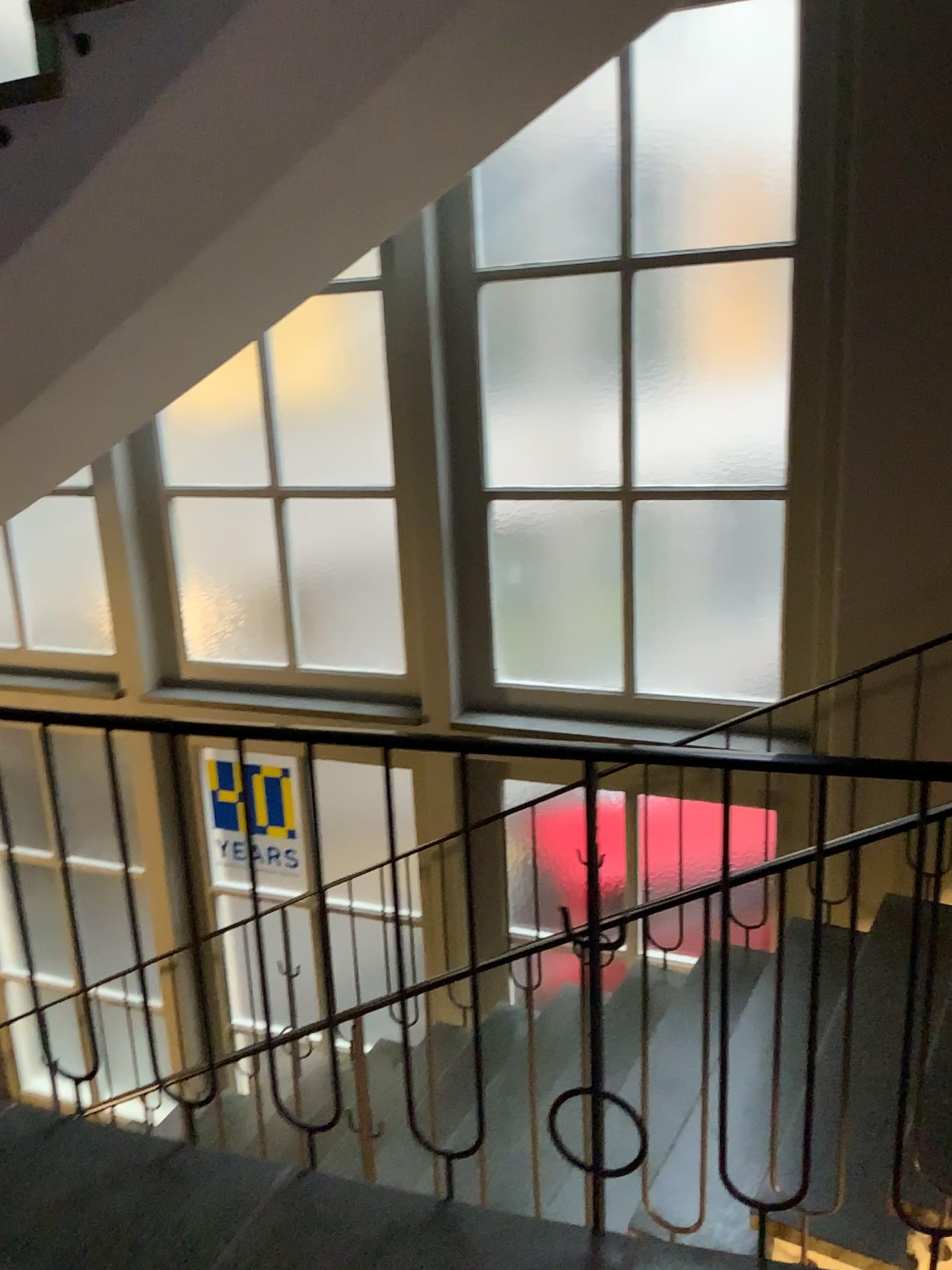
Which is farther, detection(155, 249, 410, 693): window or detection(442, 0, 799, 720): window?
detection(155, 249, 410, 693): window

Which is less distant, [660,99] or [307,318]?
[660,99]

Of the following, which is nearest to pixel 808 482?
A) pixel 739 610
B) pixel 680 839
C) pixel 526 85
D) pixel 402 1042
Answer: pixel 739 610

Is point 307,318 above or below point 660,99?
below
